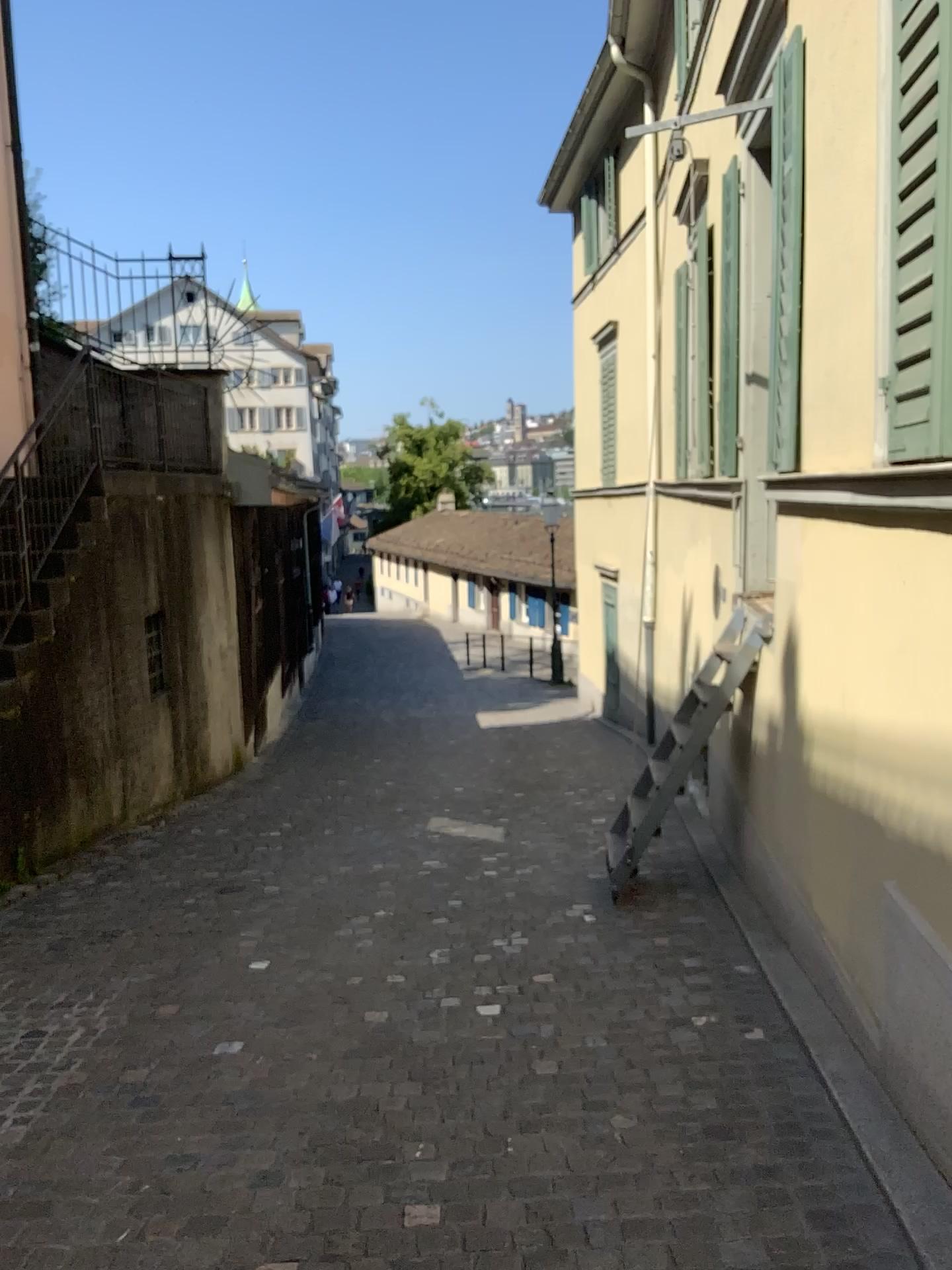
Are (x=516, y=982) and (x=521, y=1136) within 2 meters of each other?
yes
